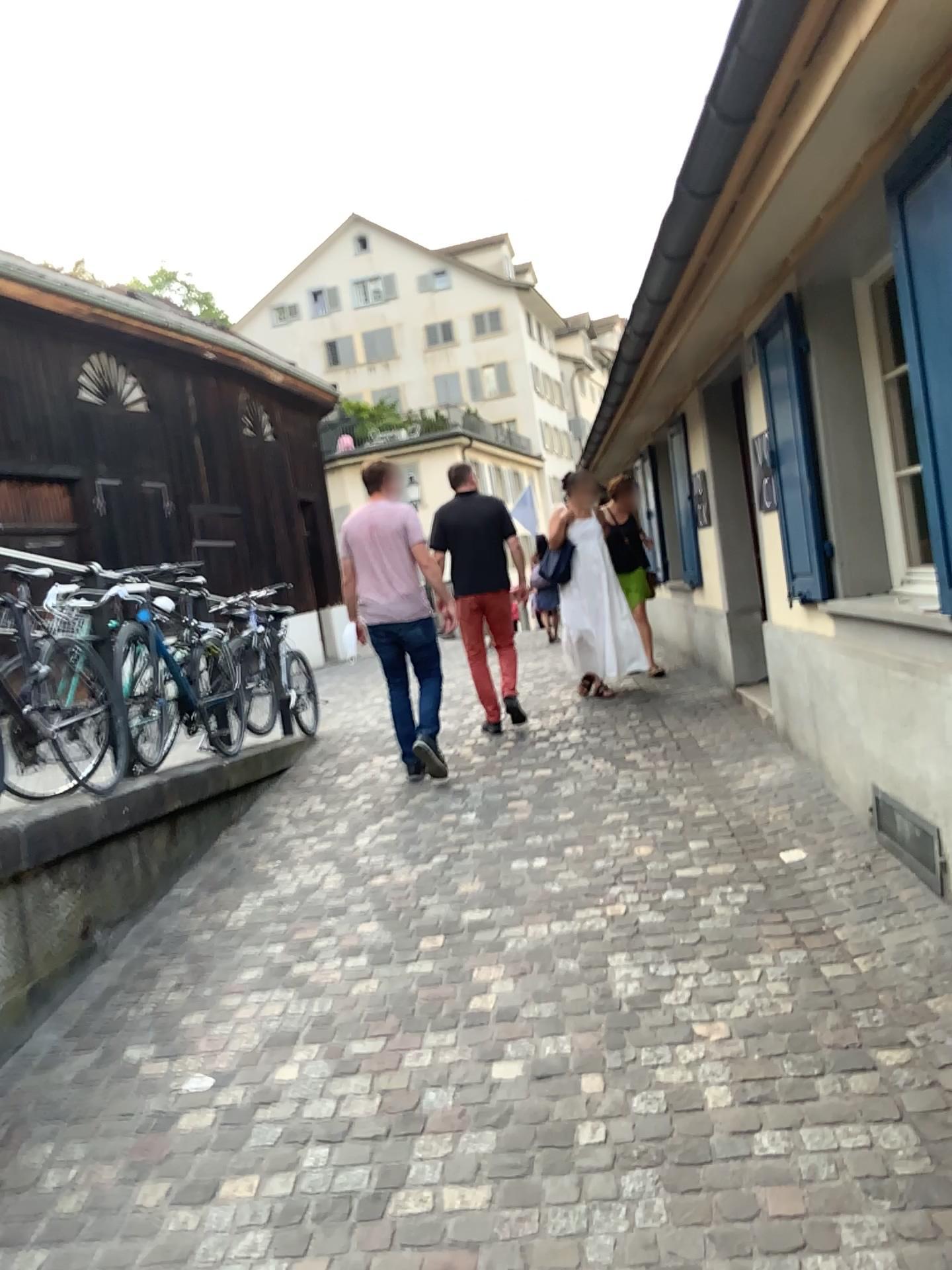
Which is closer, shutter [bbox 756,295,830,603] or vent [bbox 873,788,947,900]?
vent [bbox 873,788,947,900]

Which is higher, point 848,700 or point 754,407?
point 754,407

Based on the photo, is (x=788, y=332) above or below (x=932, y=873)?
above

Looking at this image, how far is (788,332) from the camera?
4.4m

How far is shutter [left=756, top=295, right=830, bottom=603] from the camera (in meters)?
4.40

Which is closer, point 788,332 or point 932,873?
point 932,873

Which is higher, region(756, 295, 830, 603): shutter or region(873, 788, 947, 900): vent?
region(756, 295, 830, 603): shutter
